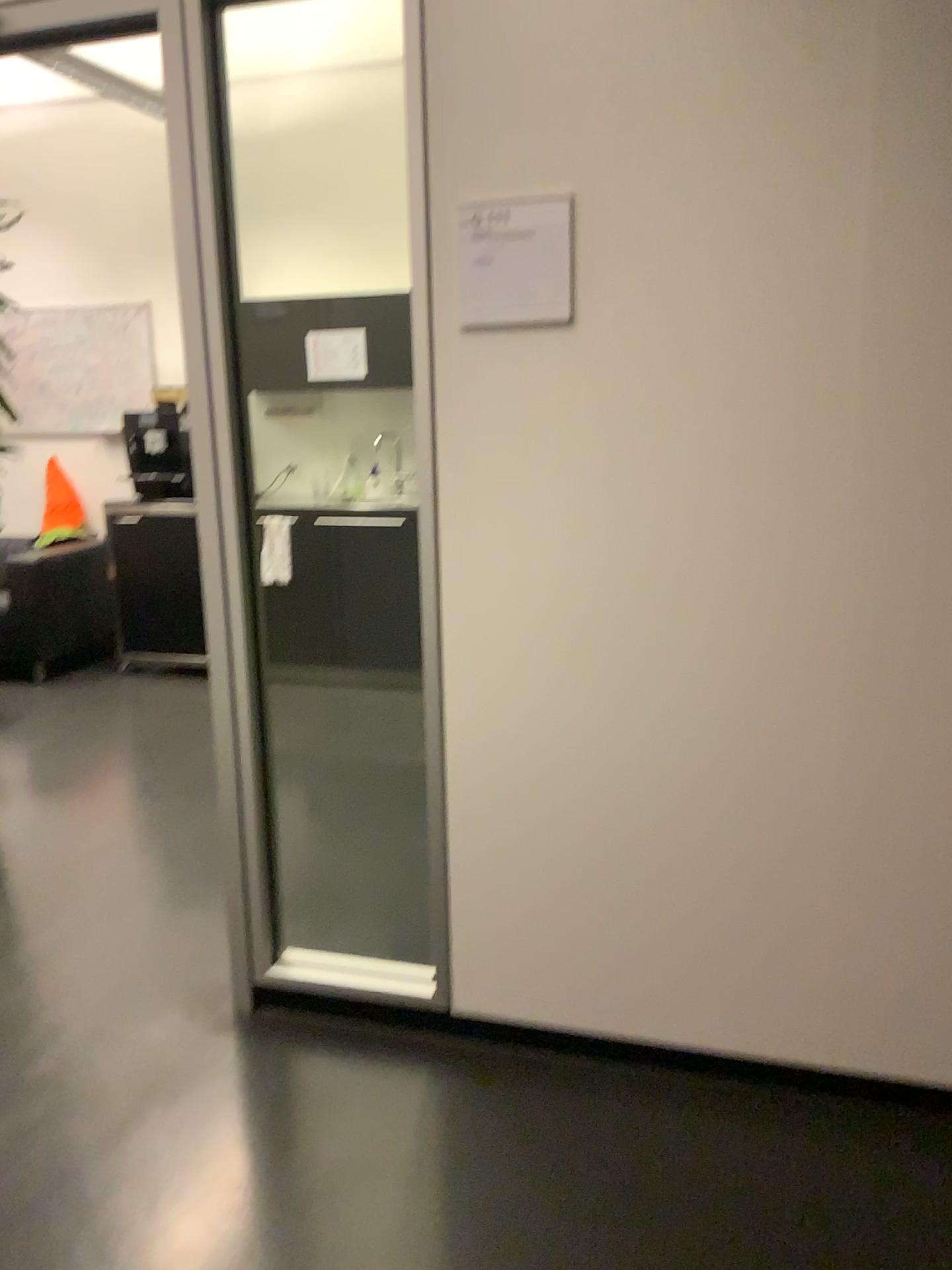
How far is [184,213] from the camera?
2.1 meters

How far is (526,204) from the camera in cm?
188

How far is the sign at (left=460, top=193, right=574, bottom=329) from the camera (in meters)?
1.88
